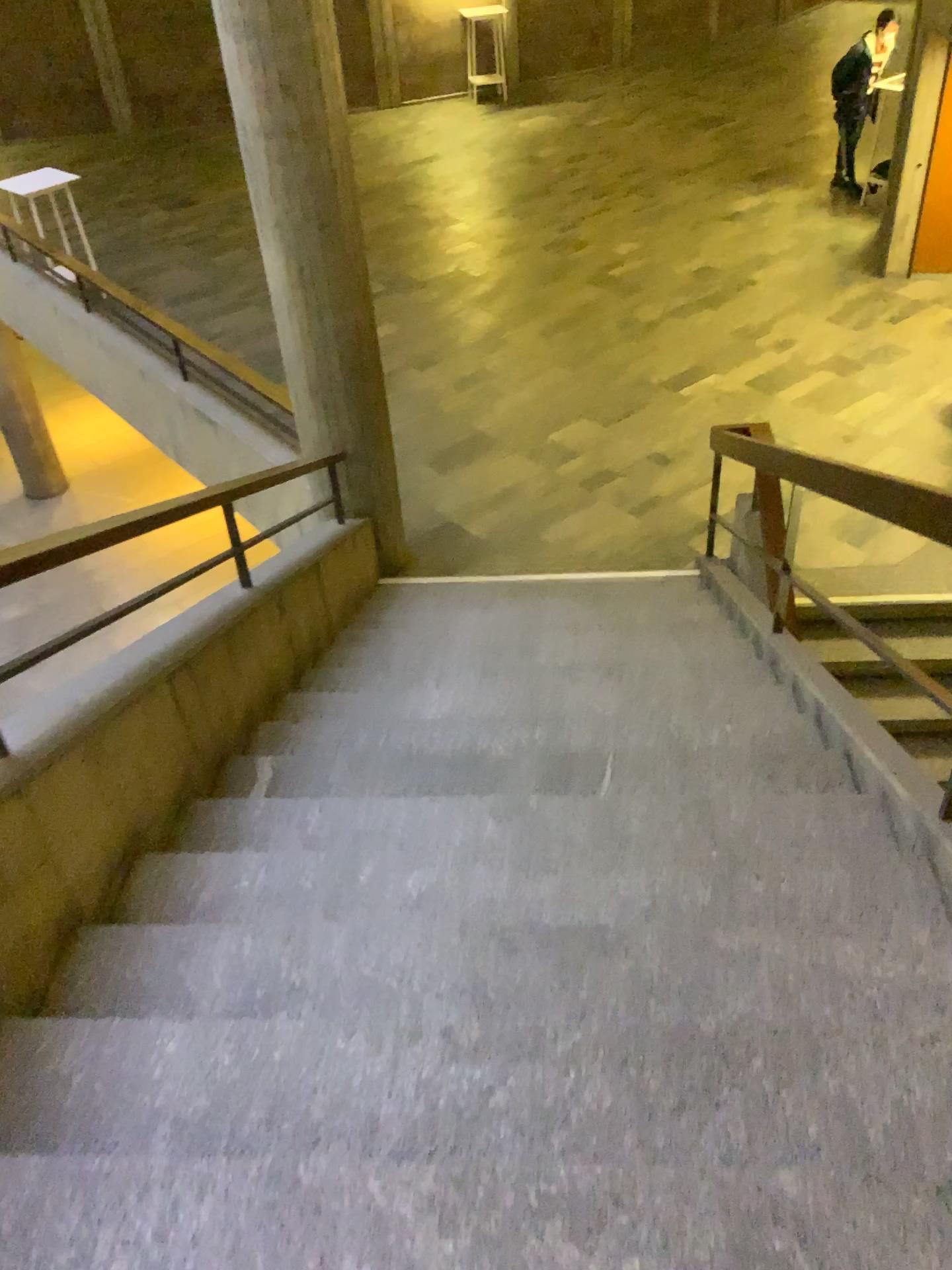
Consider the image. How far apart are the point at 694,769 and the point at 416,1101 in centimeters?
166cm
